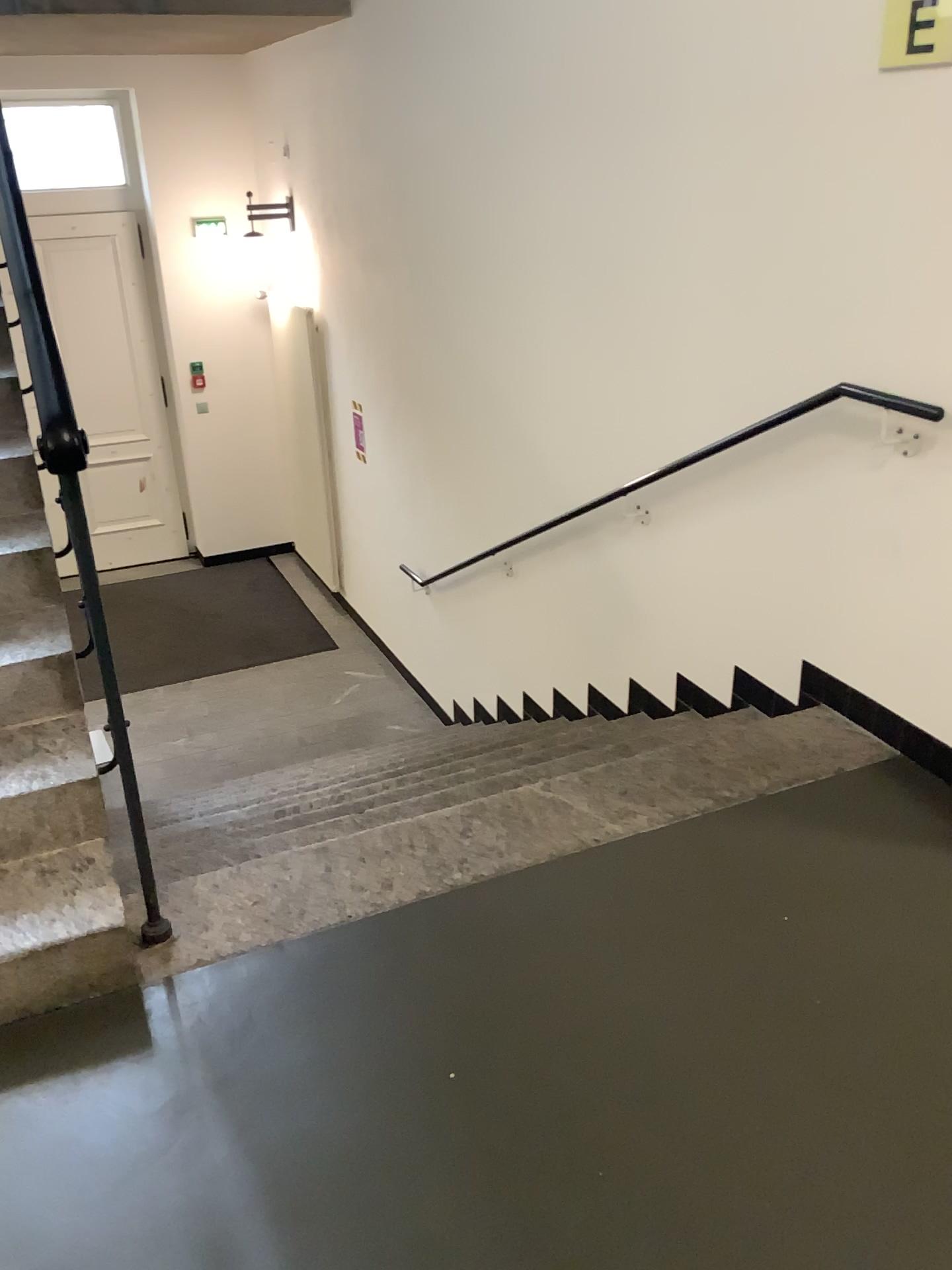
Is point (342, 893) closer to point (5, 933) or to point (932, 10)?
point (5, 933)

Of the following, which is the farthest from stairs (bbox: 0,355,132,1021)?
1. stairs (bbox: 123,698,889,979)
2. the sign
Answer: the sign

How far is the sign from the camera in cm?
219

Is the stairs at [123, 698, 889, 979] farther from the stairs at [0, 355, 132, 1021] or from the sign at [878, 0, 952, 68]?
the sign at [878, 0, 952, 68]

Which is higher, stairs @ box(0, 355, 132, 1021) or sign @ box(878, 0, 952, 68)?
sign @ box(878, 0, 952, 68)

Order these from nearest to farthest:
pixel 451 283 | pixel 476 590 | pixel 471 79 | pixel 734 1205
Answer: pixel 734 1205
pixel 471 79
pixel 451 283
pixel 476 590

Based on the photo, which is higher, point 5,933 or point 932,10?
point 932,10

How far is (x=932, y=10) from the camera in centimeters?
219cm
